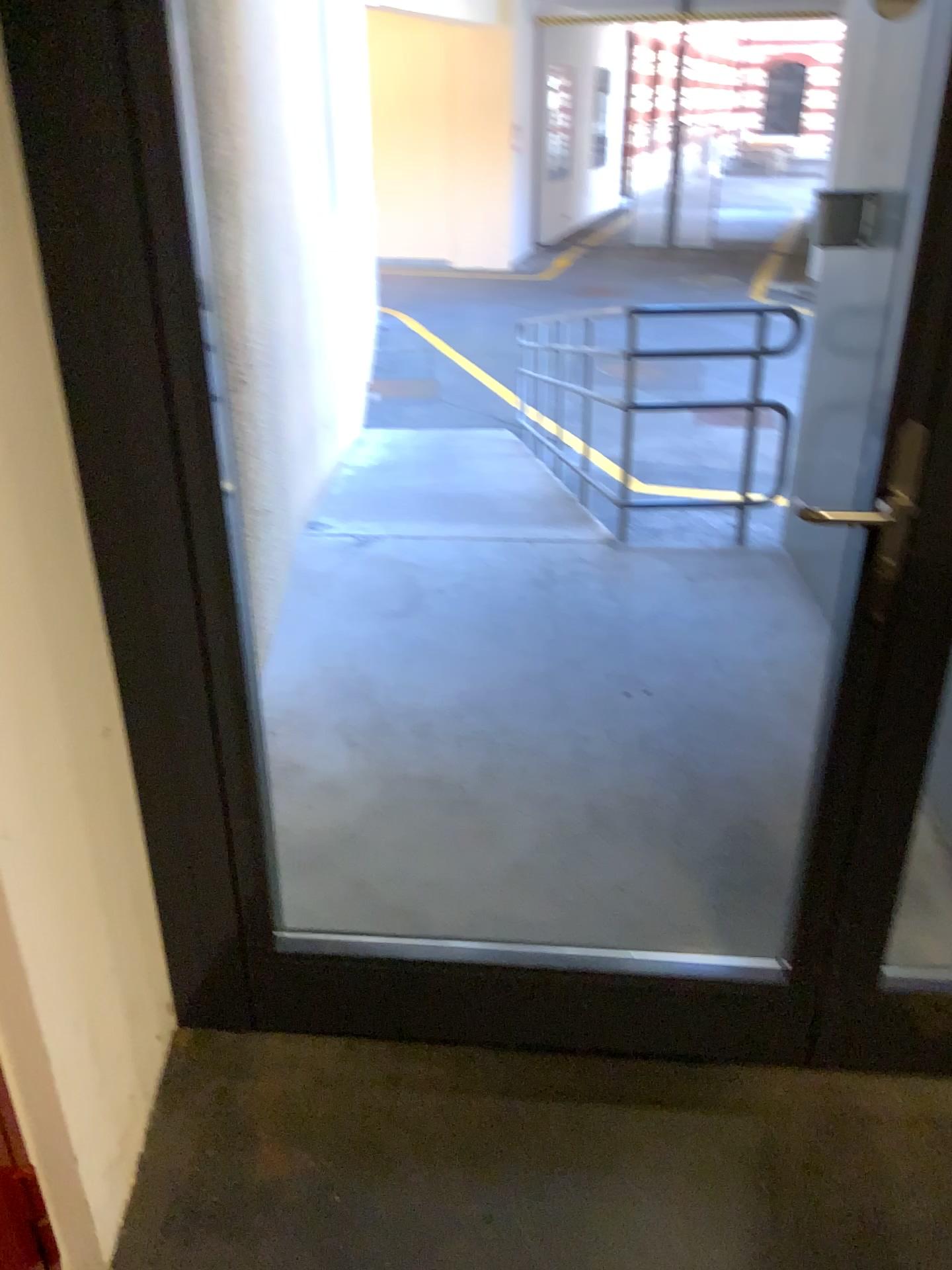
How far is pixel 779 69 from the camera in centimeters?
326cm

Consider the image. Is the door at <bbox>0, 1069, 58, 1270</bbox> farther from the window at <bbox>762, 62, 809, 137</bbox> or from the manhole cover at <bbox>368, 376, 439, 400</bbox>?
the window at <bbox>762, 62, 809, 137</bbox>

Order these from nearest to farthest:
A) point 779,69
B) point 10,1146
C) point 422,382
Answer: point 10,1146
point 779,69
point 422,382

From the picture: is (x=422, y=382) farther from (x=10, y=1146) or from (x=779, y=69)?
(x=10, y=1146)

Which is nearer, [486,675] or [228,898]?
[228,898]

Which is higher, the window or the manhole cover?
the window

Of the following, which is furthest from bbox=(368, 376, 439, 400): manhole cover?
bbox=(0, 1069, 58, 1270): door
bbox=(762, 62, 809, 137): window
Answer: bbox=(0, 1069, 58, 1270): door

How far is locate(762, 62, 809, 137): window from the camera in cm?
326

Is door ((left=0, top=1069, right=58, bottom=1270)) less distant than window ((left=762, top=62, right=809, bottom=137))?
Yes

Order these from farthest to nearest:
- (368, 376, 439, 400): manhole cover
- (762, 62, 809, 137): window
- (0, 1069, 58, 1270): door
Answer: (368, 376, 439, 400): manhole cover, (762, 62, 809, 137): window, (0, 1069, 58, 1270): door
